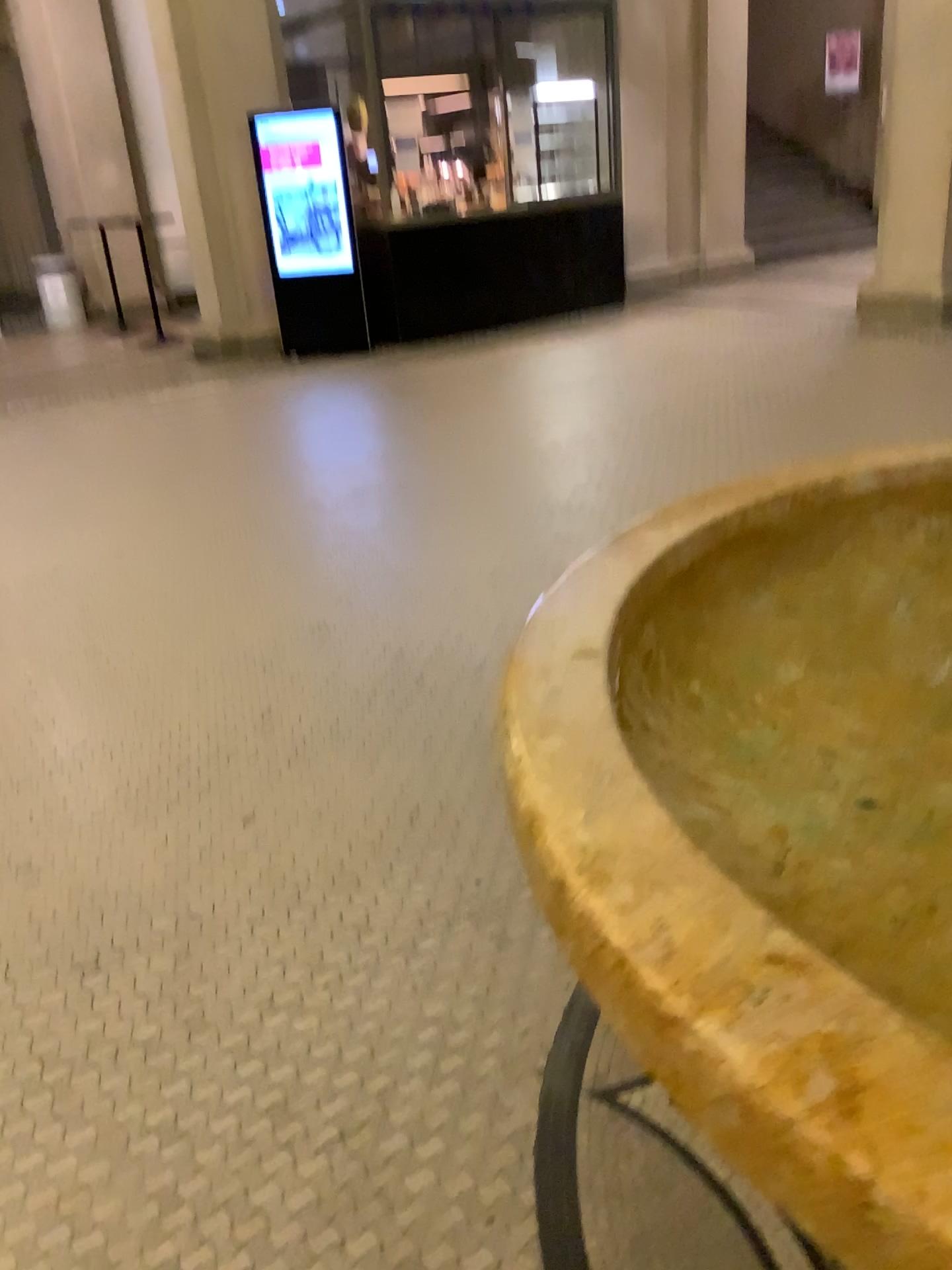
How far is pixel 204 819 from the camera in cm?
246
